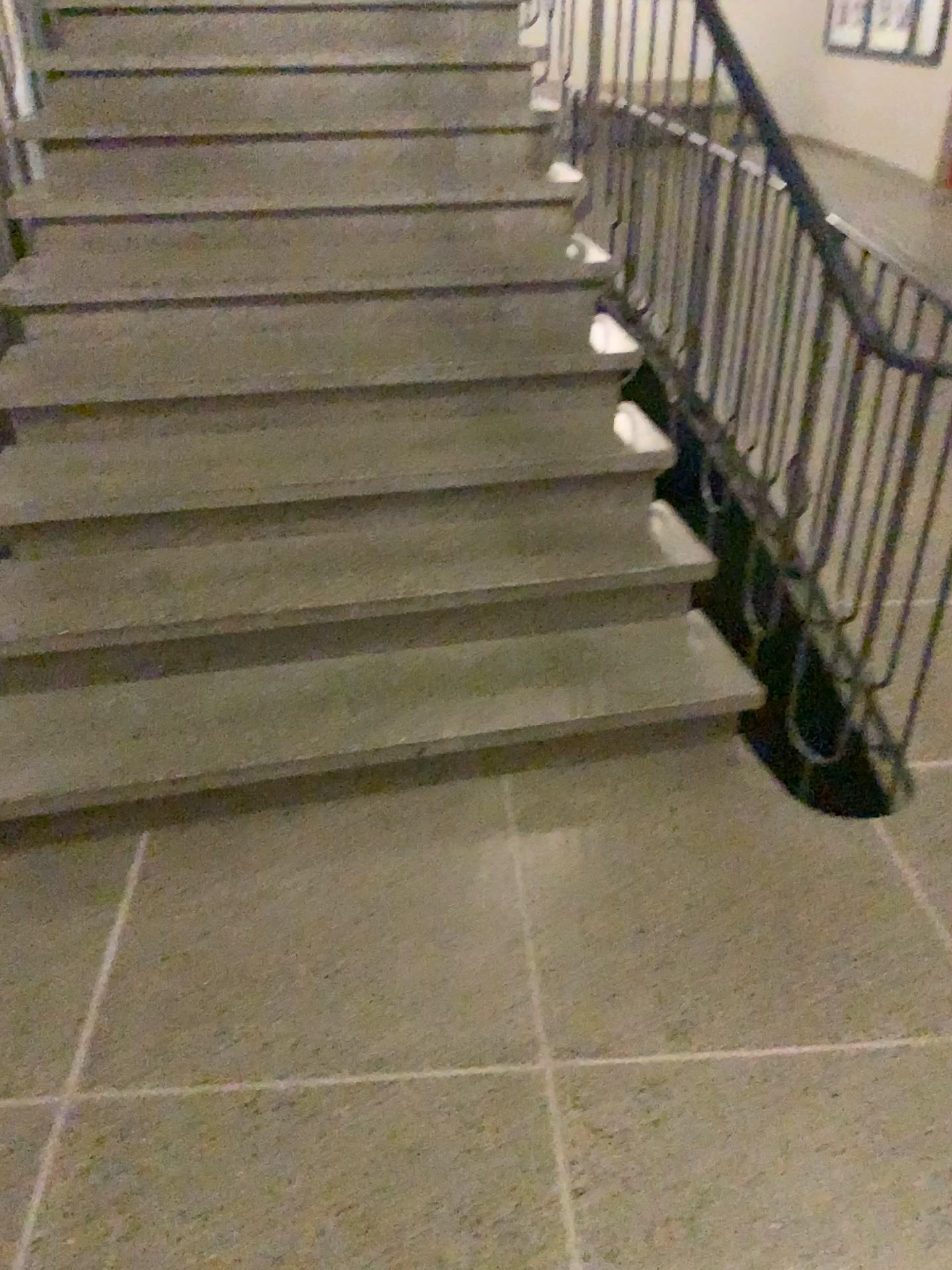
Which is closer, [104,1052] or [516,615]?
[104,1052]
